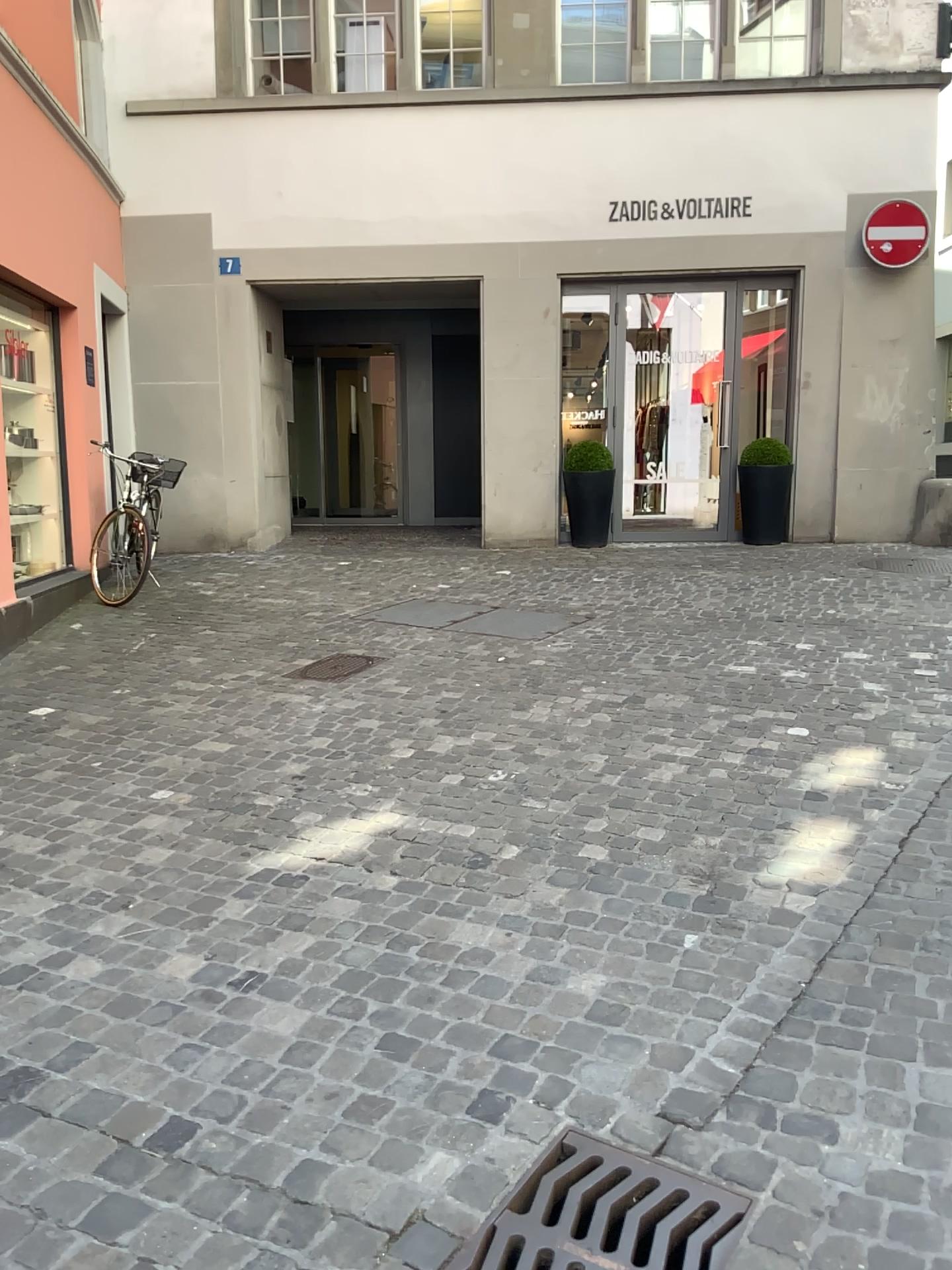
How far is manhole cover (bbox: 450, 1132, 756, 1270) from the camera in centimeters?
175cm

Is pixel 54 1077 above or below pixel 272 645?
below

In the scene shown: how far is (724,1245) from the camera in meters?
1.8 m
